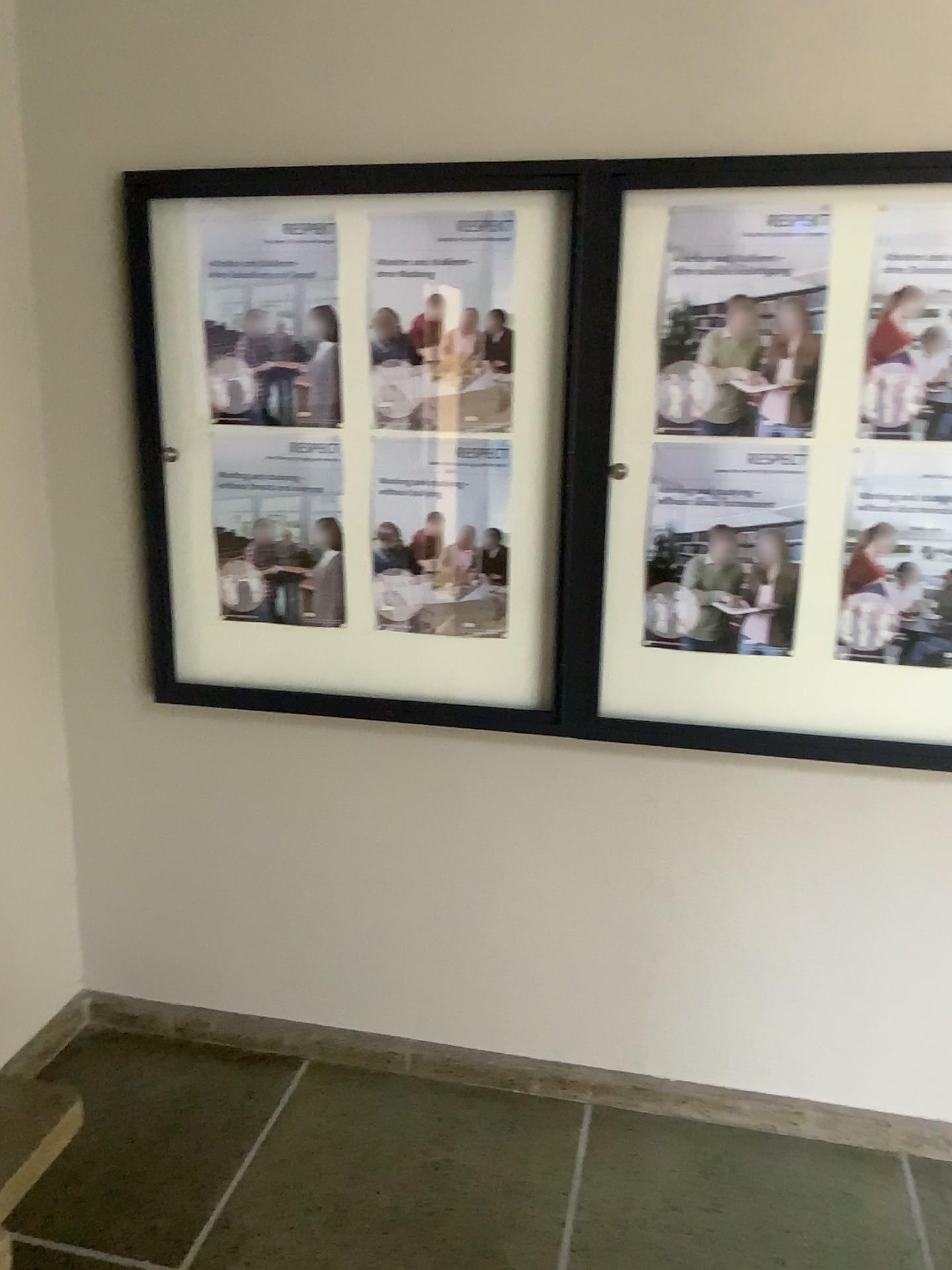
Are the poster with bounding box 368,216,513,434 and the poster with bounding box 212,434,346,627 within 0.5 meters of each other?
yes

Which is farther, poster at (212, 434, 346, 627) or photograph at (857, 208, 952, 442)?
poster at (212, 434, 346, 627)

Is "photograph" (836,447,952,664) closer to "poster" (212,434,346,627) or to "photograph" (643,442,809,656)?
"photograph" (643,442,809,656)

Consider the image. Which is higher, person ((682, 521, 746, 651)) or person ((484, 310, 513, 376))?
person ((484, 310, 513, 376))

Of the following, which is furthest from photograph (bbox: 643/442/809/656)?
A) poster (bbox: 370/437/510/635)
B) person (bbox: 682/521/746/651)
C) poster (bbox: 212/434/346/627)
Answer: poster (bbox: 212/434/346/627)

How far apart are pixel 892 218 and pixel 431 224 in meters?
0.9

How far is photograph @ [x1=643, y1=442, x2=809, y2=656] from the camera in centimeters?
206cm

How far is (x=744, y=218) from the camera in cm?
196

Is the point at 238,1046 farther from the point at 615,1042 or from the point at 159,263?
the point at 159,263

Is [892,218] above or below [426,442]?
above
